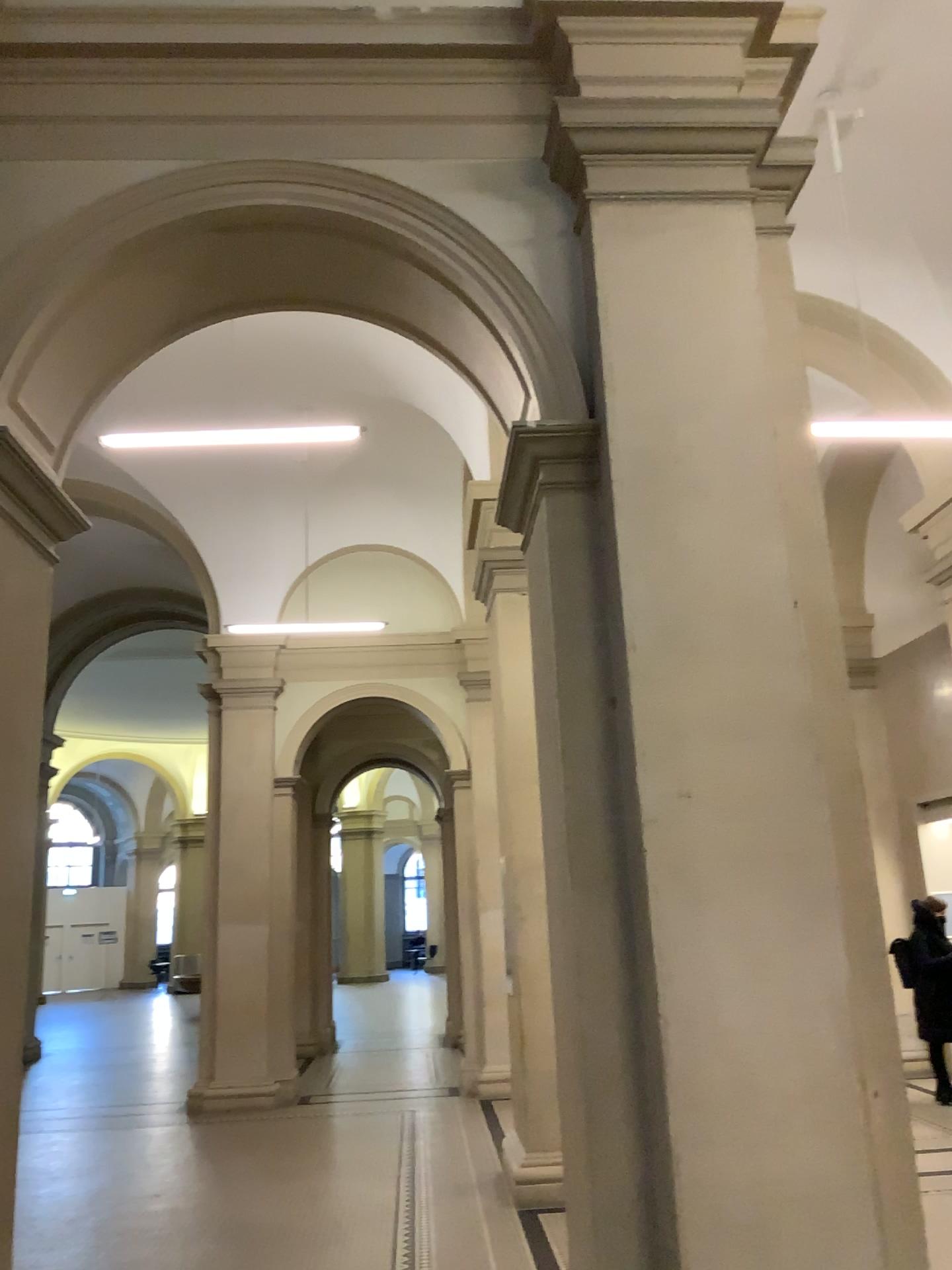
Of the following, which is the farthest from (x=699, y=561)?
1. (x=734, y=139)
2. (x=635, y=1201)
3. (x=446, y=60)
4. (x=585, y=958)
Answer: (x=446, y=60)
